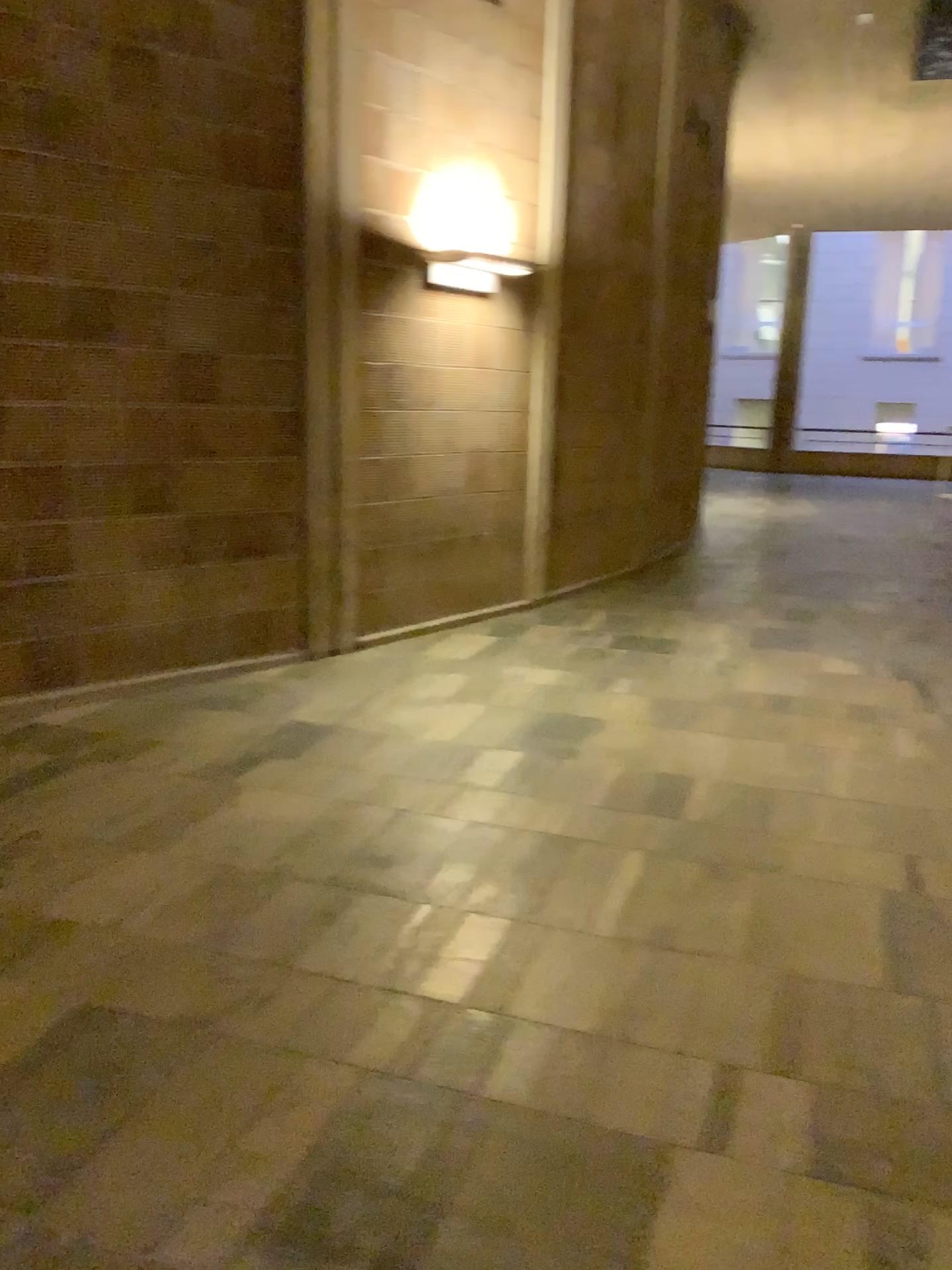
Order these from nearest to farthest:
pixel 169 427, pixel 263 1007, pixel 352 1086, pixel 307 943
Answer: pixel 352 1086
pixel 263 1007
pixel 307 943
pixel 169 427
